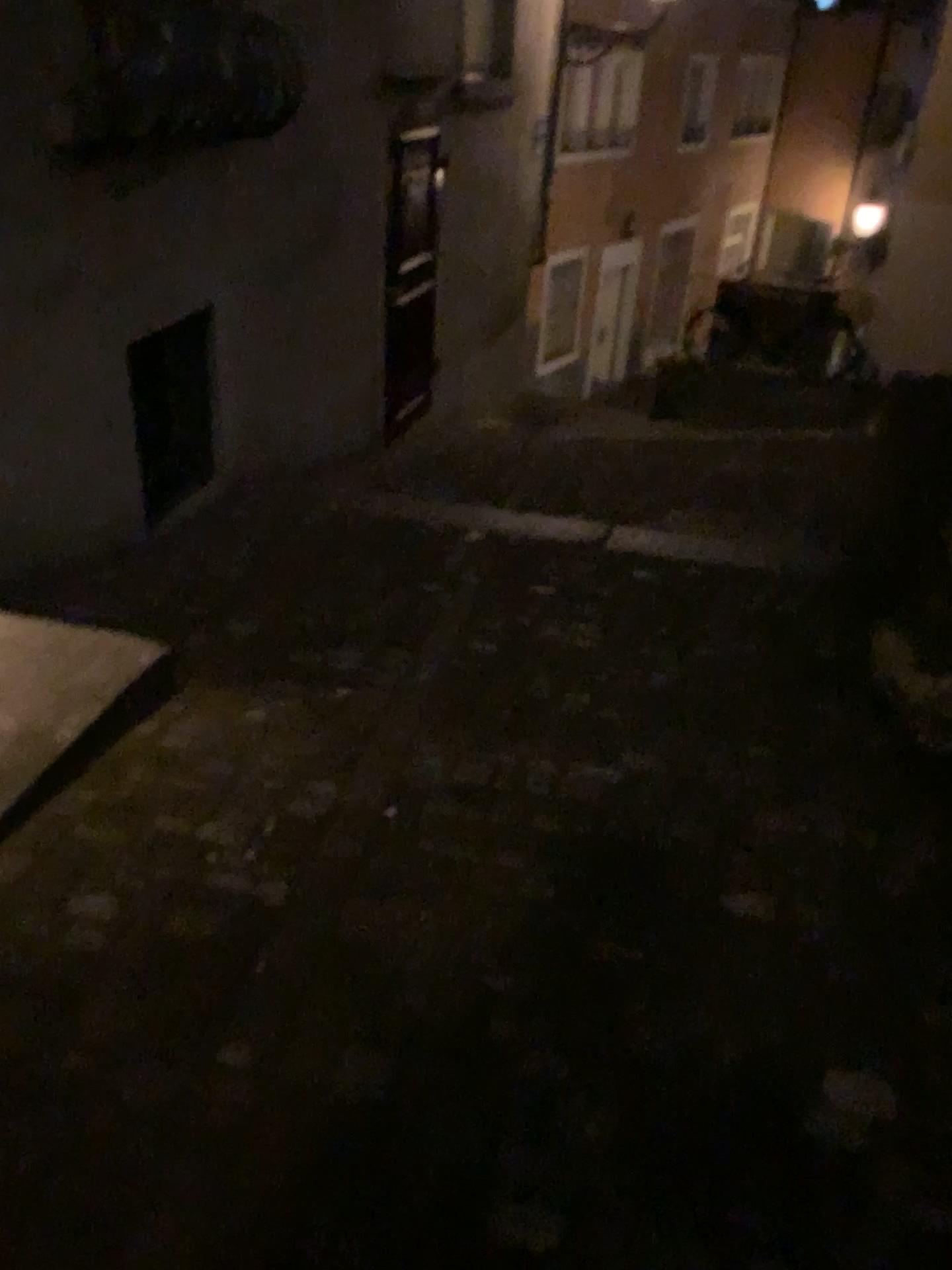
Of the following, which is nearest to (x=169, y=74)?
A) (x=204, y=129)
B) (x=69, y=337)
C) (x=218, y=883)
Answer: (x=204, y=129)
